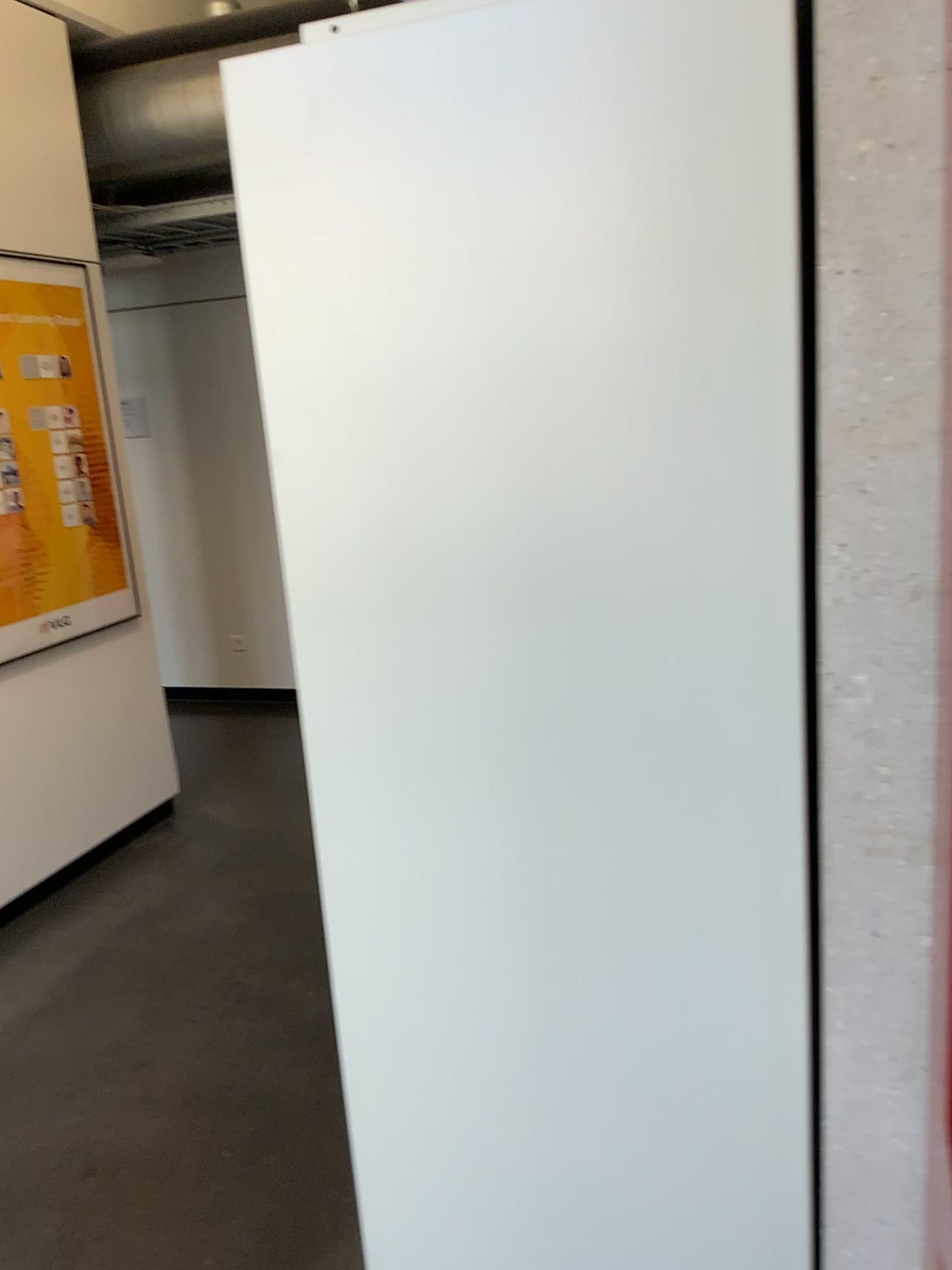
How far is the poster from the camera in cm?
342

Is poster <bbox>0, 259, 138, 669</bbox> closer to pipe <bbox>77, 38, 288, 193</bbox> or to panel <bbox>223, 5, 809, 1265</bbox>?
pipe <bbox>77, 38, 288, 193</bbox>

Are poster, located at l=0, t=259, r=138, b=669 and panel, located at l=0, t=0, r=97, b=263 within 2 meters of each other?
yes

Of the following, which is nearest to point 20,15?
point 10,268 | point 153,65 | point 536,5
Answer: point 153,65

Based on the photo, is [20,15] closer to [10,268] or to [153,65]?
[153,65]

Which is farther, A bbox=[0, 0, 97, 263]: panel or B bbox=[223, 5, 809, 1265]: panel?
A bbox=[0, 0, 97, 263]: panel

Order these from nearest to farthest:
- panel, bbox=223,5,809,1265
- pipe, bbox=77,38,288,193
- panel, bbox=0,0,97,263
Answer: panel, bbox=223,5,809,1265, panel, bbox=0,0,97,263, pipe, bbox=77,38,288,193

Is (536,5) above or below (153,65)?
below

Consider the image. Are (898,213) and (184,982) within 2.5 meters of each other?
no

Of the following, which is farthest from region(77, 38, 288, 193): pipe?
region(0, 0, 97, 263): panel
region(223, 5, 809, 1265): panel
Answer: region(223, 5, 809, 1265): panel
